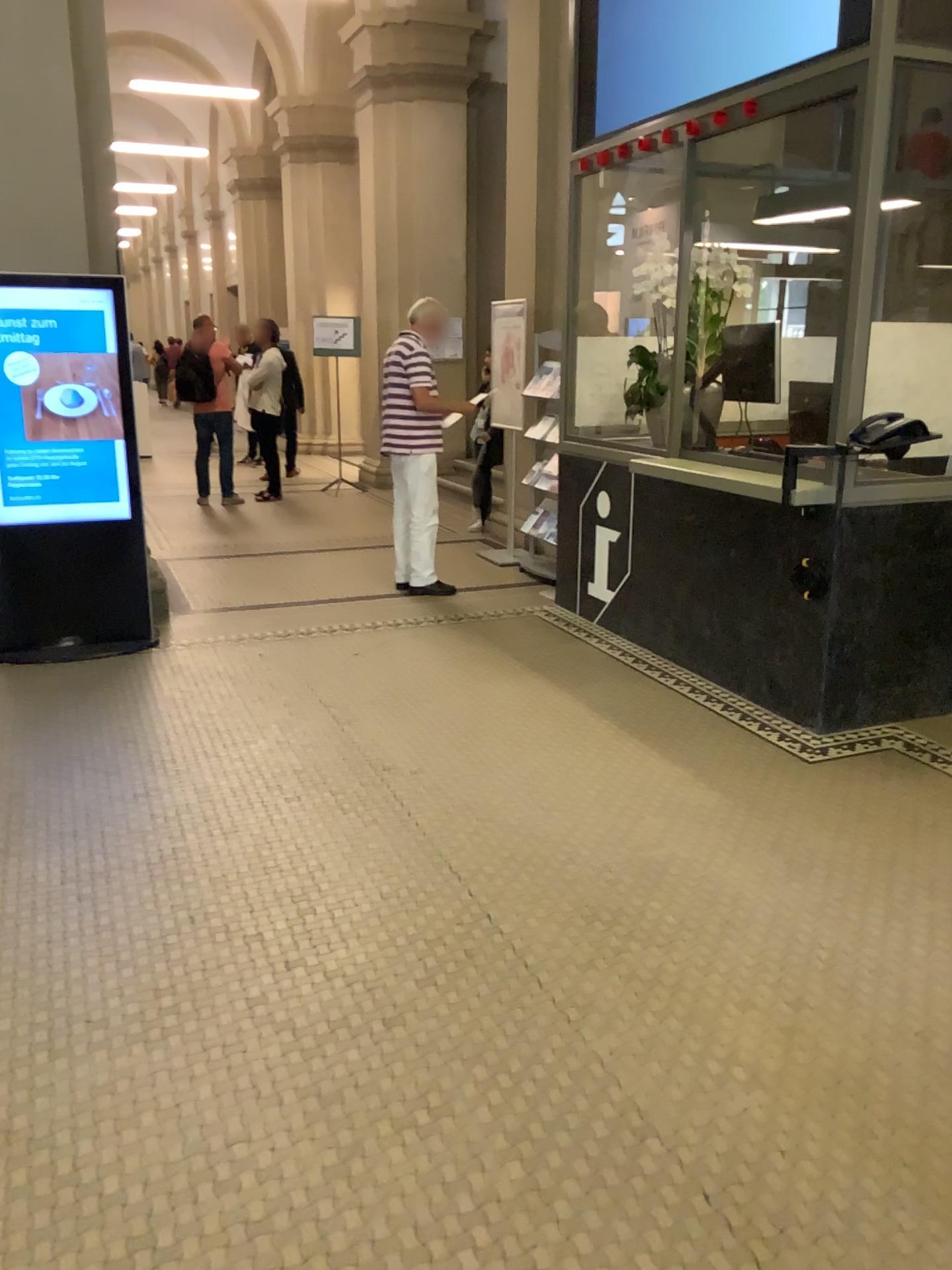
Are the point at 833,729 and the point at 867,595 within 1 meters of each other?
yes
